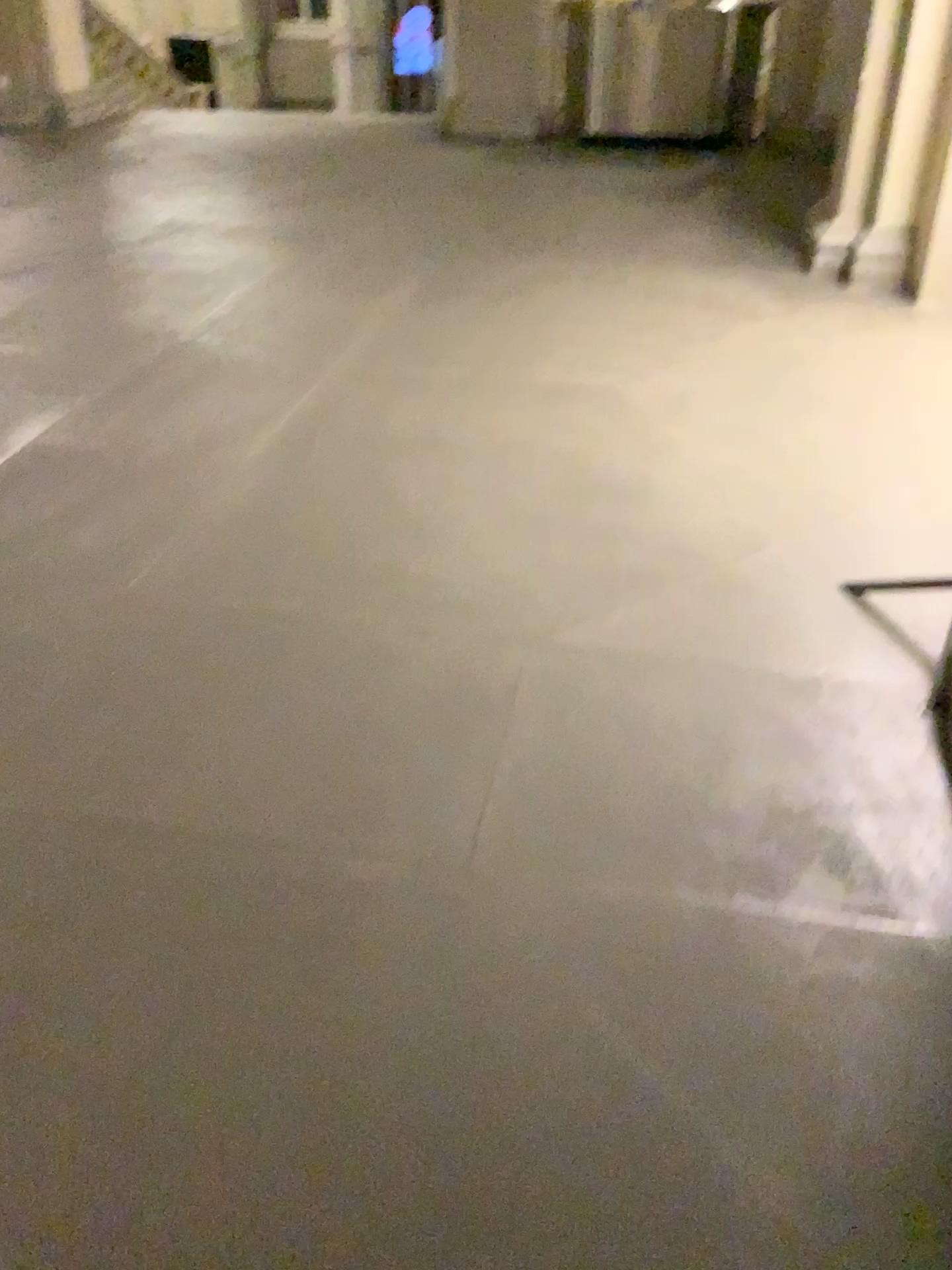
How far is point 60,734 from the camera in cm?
215
